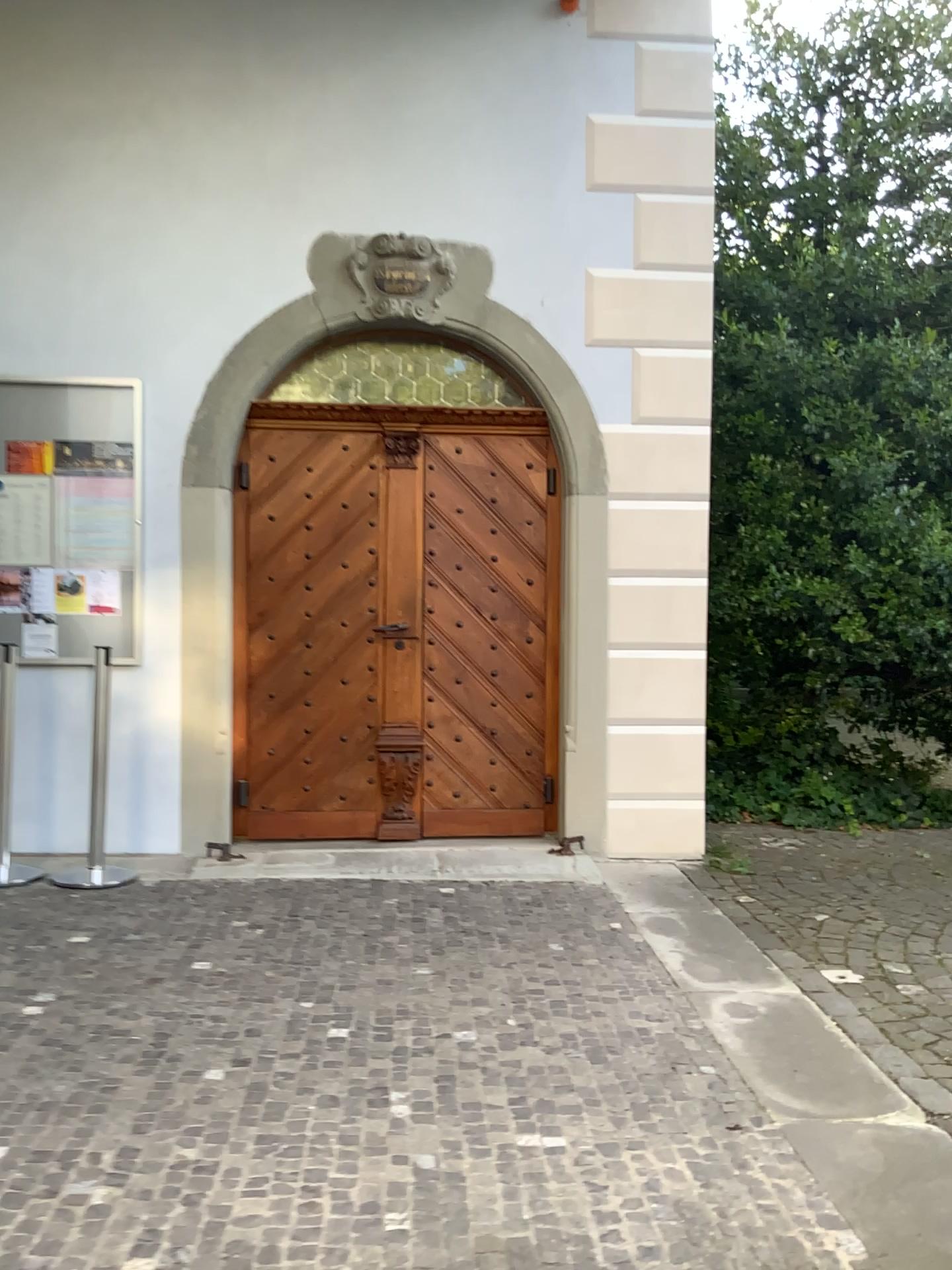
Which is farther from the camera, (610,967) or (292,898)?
(292,898)
